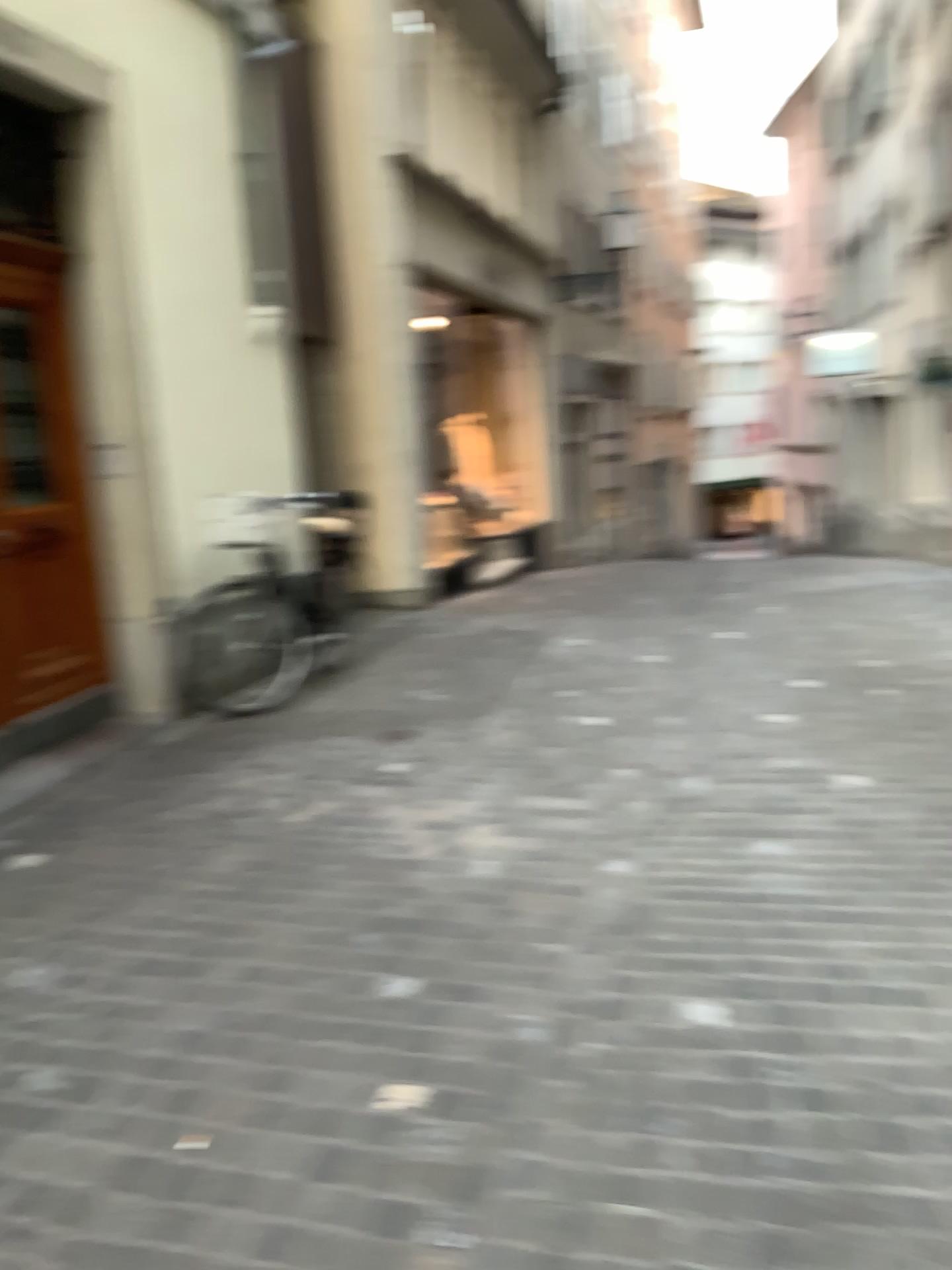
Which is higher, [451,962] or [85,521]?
[85,521]
